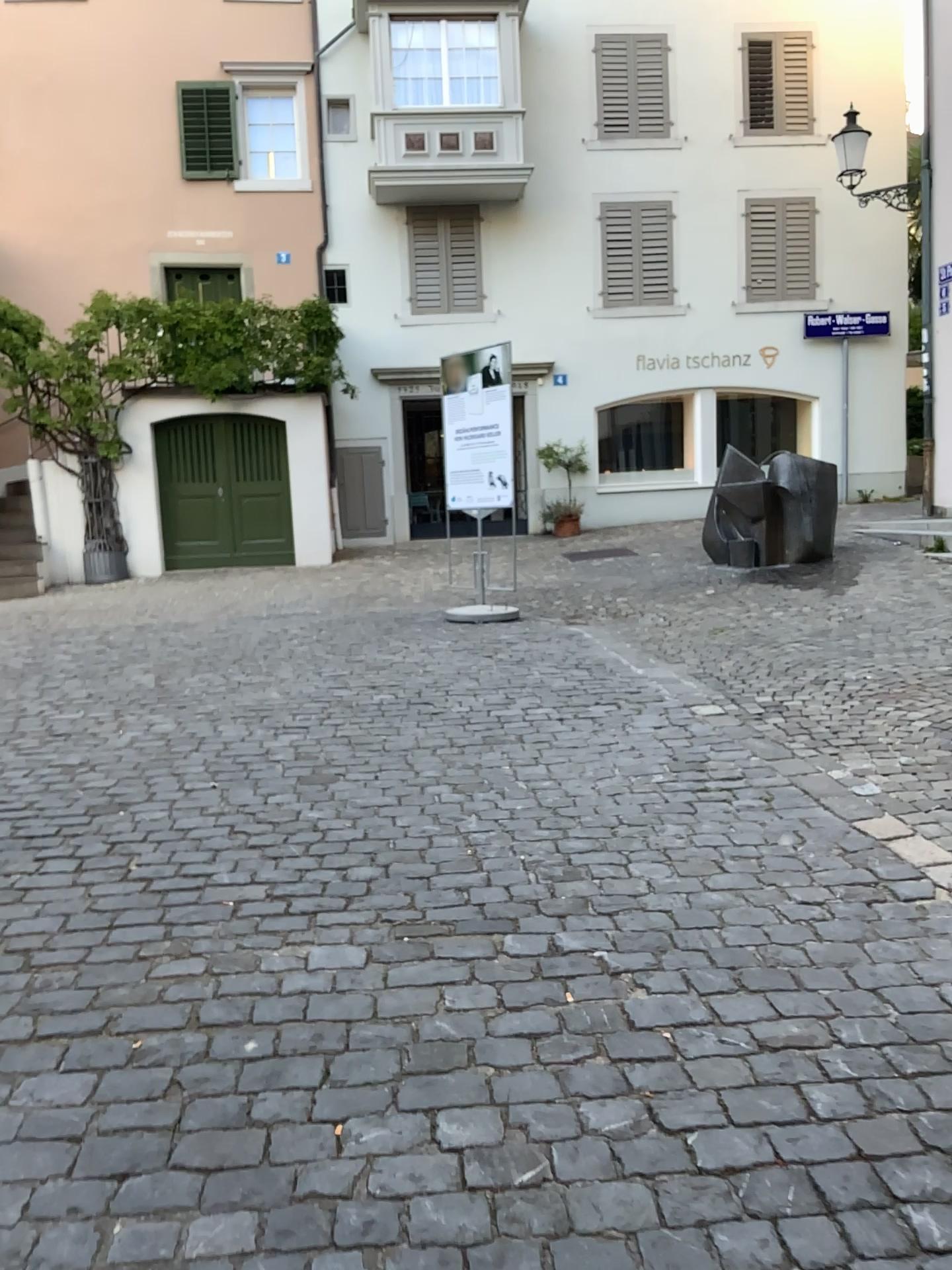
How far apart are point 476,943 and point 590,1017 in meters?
0.5
